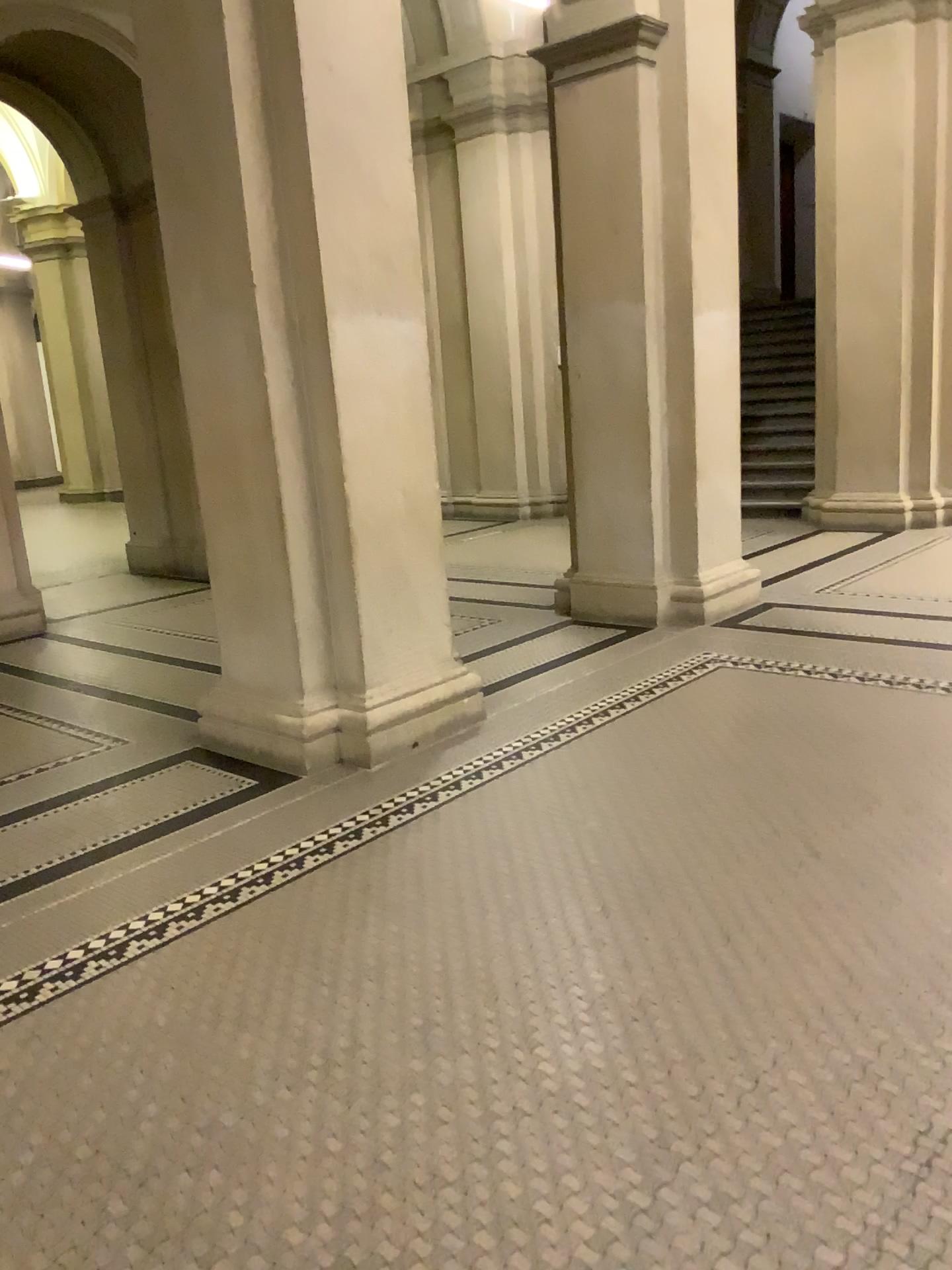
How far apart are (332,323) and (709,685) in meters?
2.3 m
